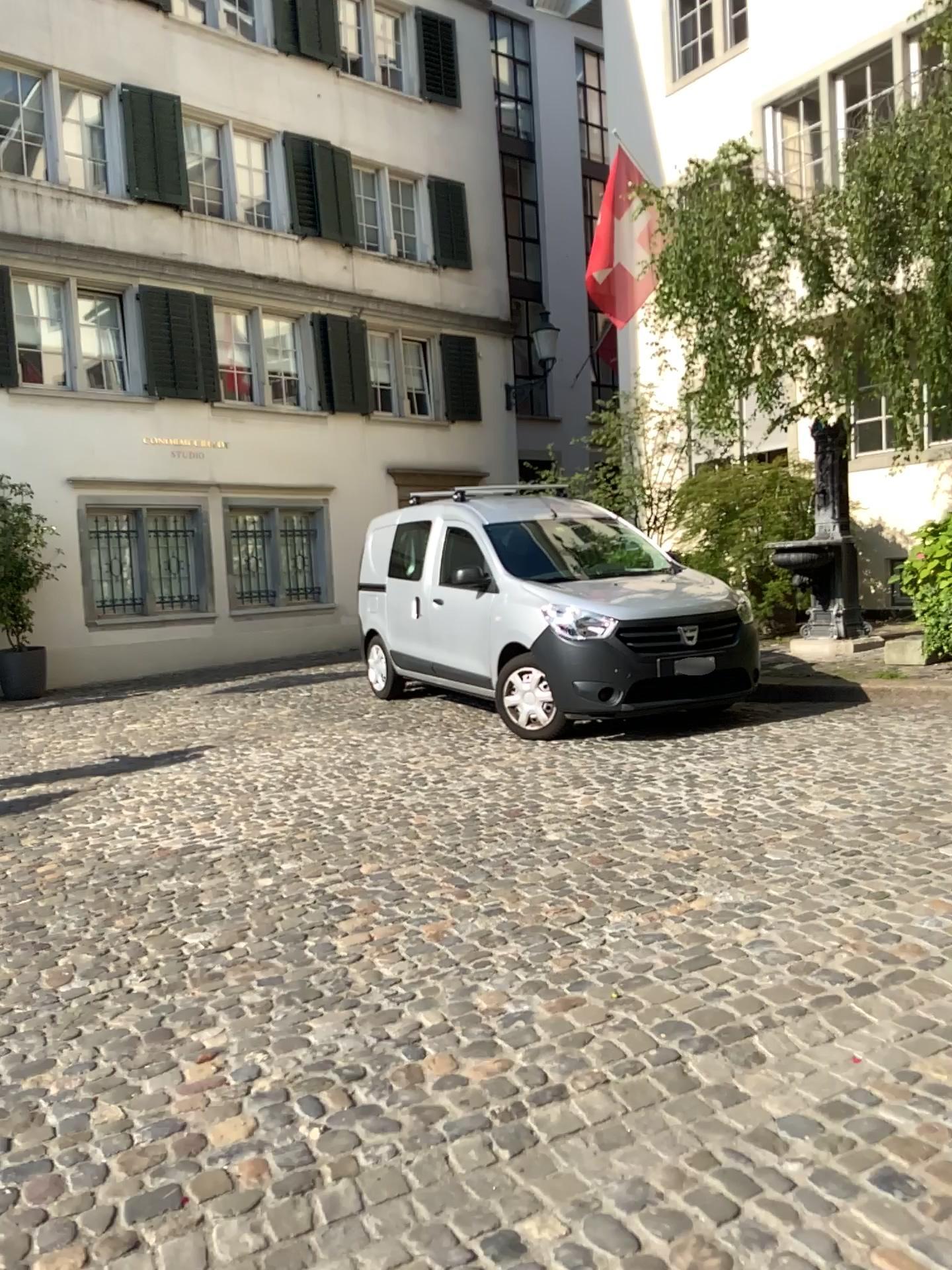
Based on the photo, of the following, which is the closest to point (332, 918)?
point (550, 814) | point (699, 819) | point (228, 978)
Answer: point (228, 978)
